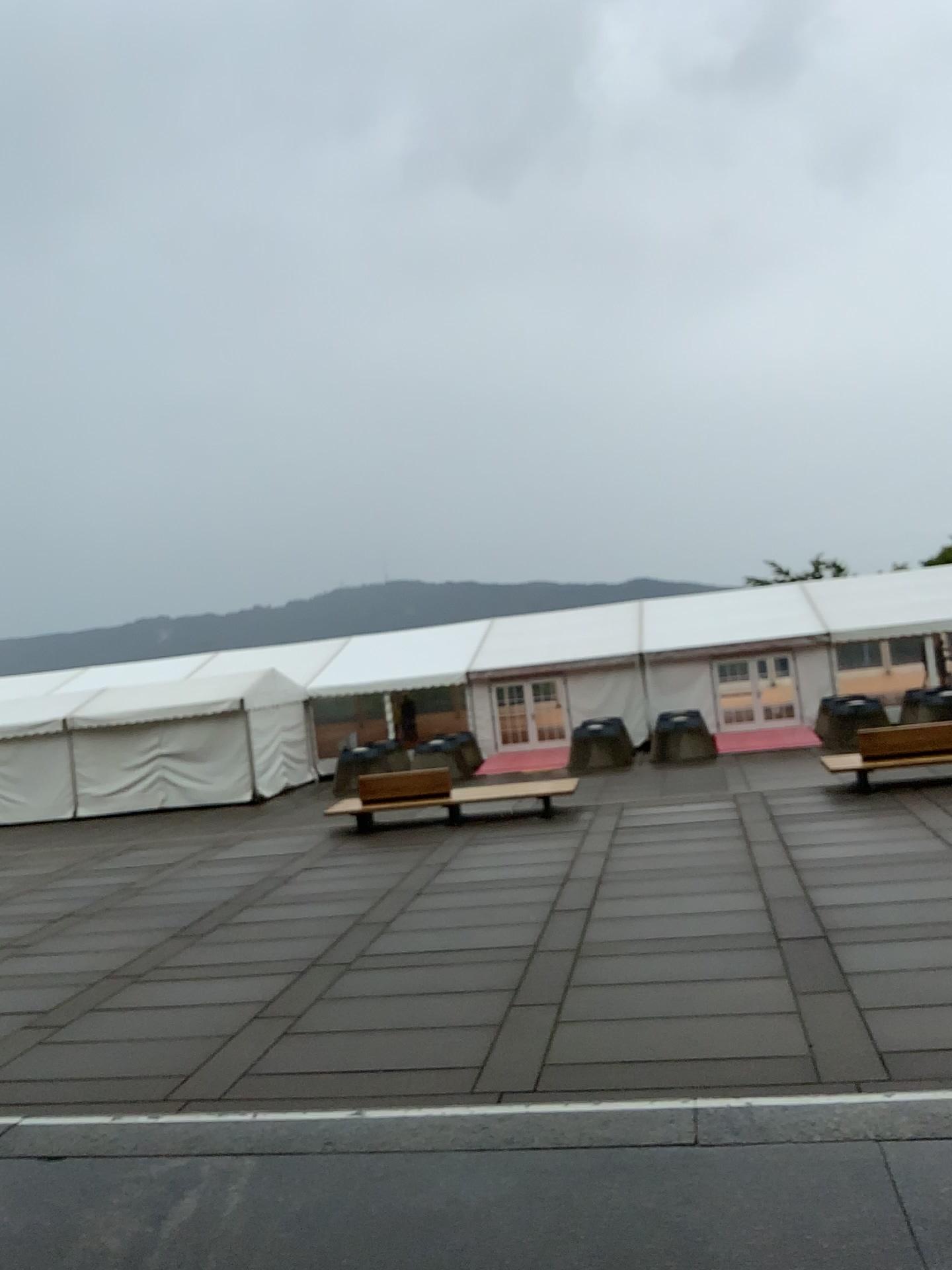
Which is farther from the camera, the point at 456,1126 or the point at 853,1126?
the point at 456,1126
